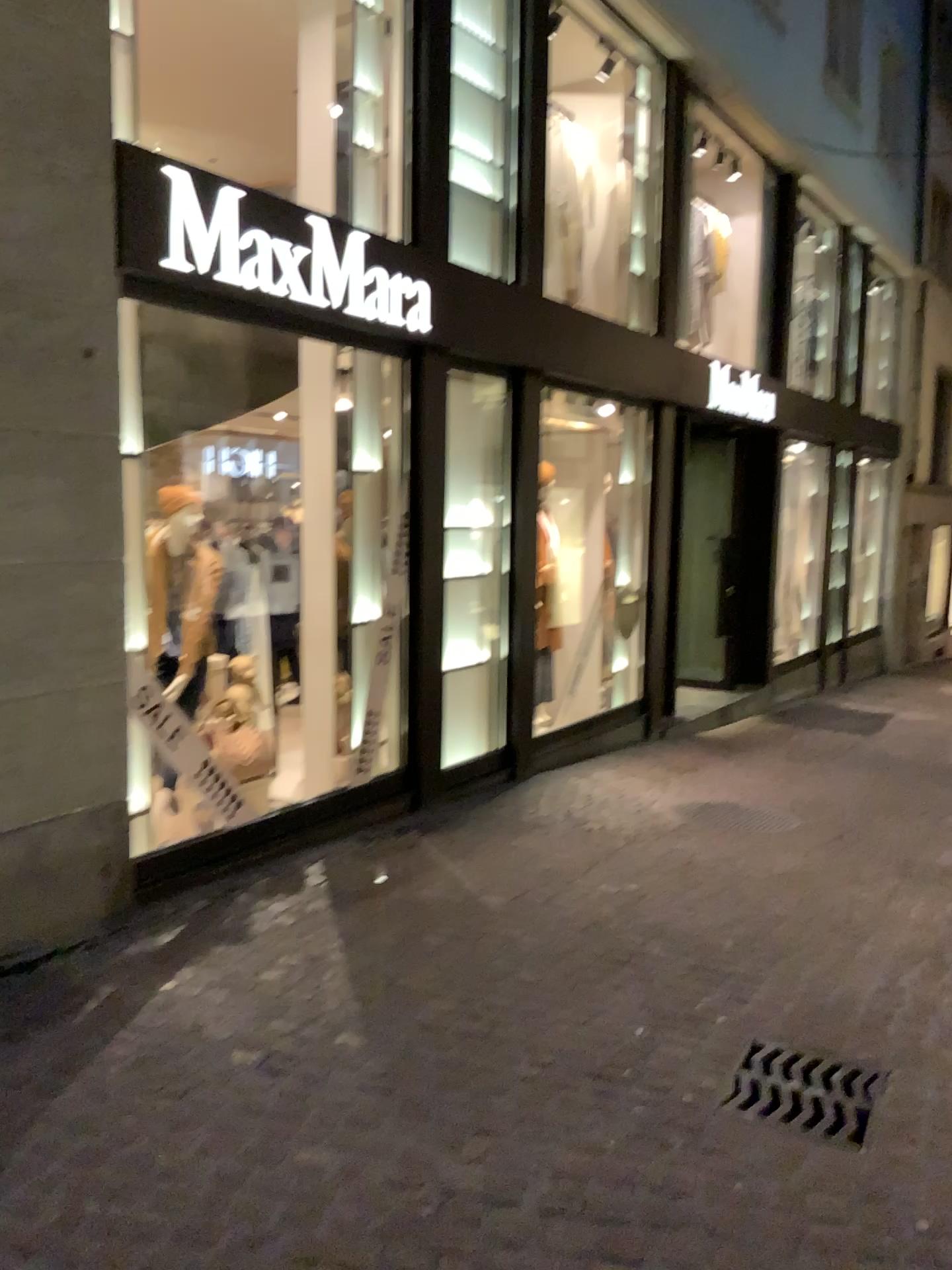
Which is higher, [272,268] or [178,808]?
[272,268]

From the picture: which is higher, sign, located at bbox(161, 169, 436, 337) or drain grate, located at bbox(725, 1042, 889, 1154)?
sign, located at bbox(161, 169, 436, 337)

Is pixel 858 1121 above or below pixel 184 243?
below

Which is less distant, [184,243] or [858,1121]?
[858,1121]

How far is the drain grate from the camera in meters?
2.7 m

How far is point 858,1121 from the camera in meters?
2.7 m

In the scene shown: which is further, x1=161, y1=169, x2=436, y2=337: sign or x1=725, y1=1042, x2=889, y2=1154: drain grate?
x1=161, y1=169, x2=436, y2=337: sign
